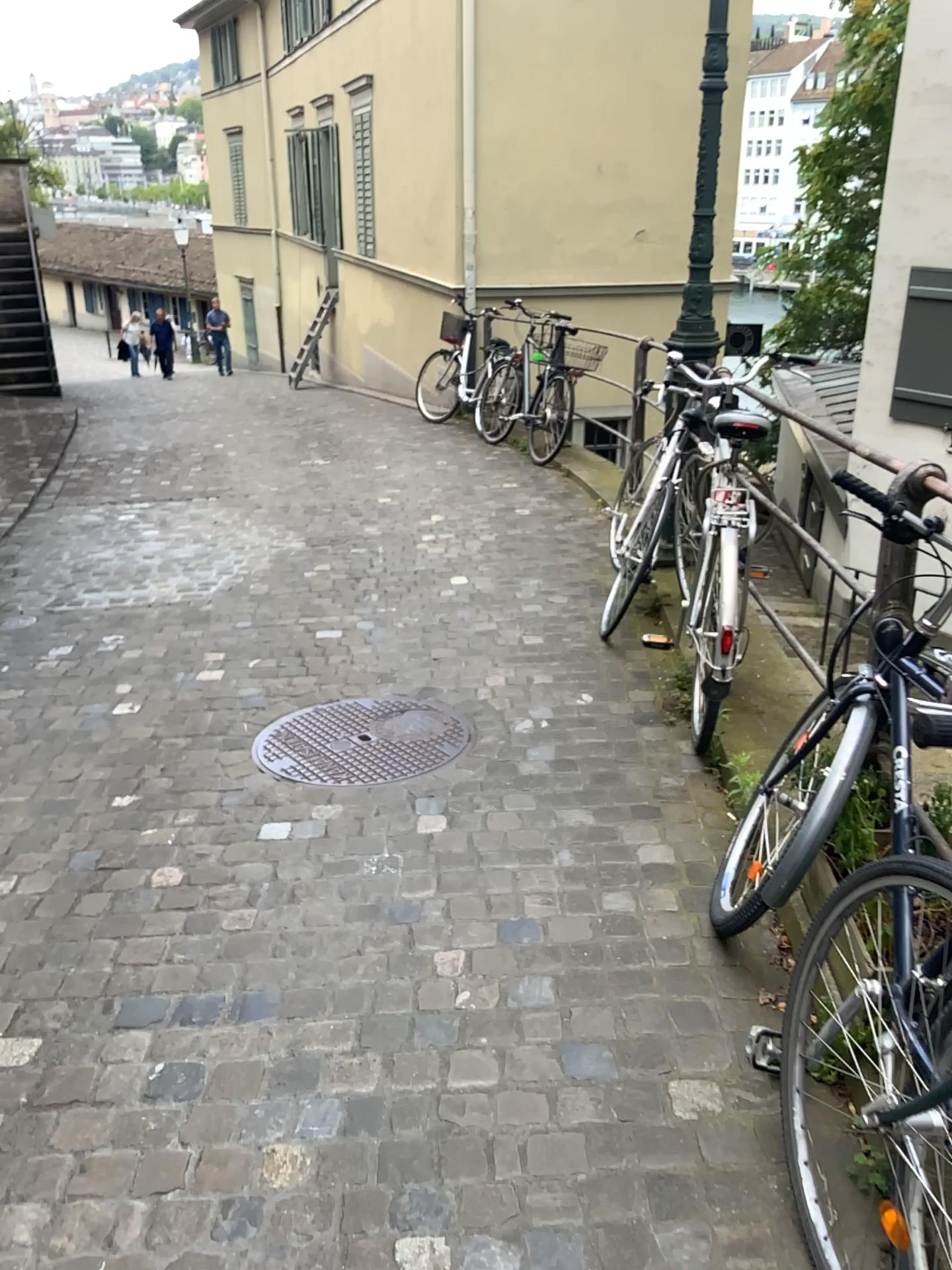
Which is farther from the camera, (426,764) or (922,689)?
(426,764)

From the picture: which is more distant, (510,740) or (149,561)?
(149,561)

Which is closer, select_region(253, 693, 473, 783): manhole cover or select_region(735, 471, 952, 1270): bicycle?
select_region(735, 471, 952, 1270): bicycle

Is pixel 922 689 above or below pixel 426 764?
above
